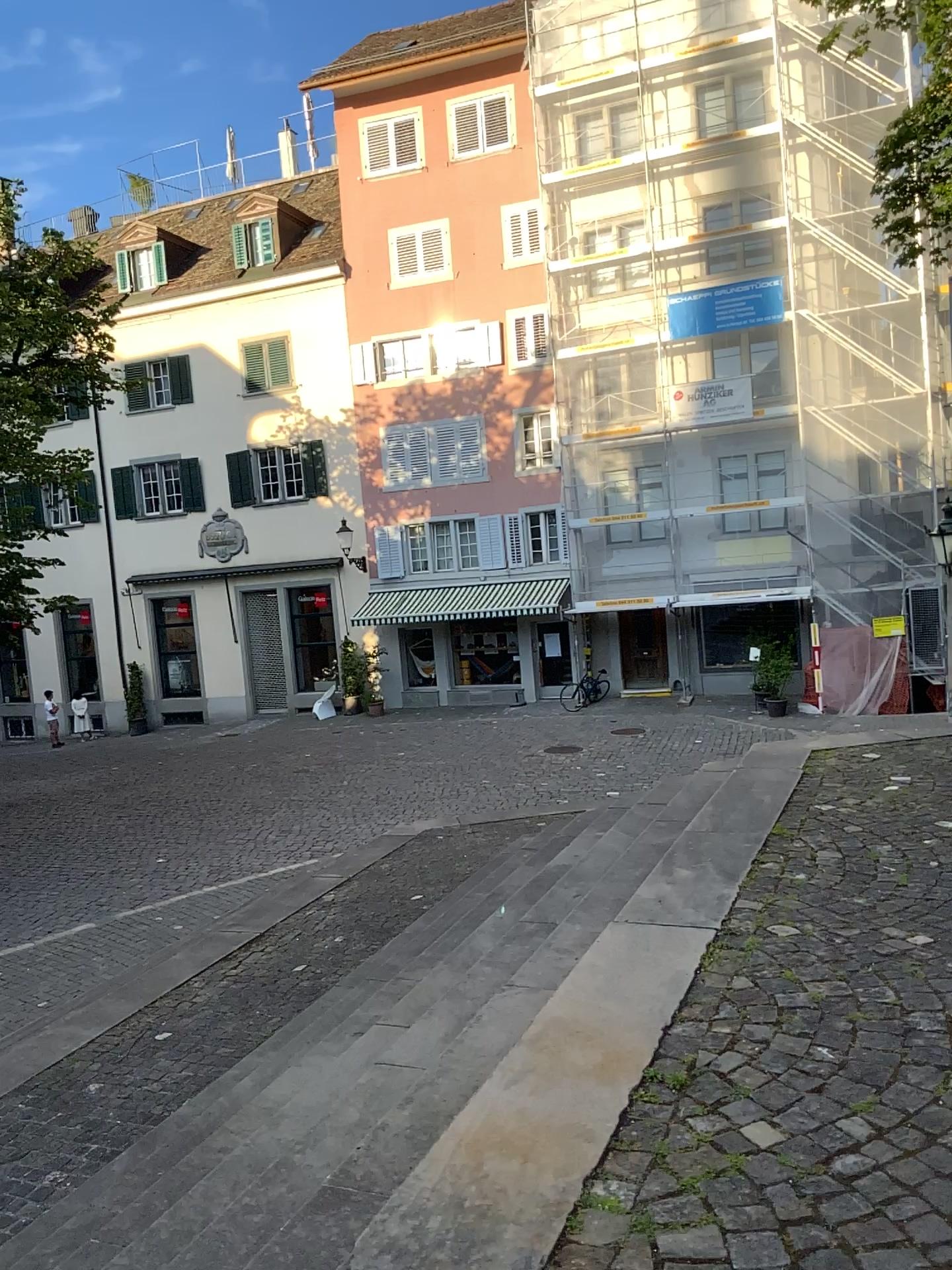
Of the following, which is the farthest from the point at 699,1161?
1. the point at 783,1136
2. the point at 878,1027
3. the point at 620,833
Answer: the point at 620,833
